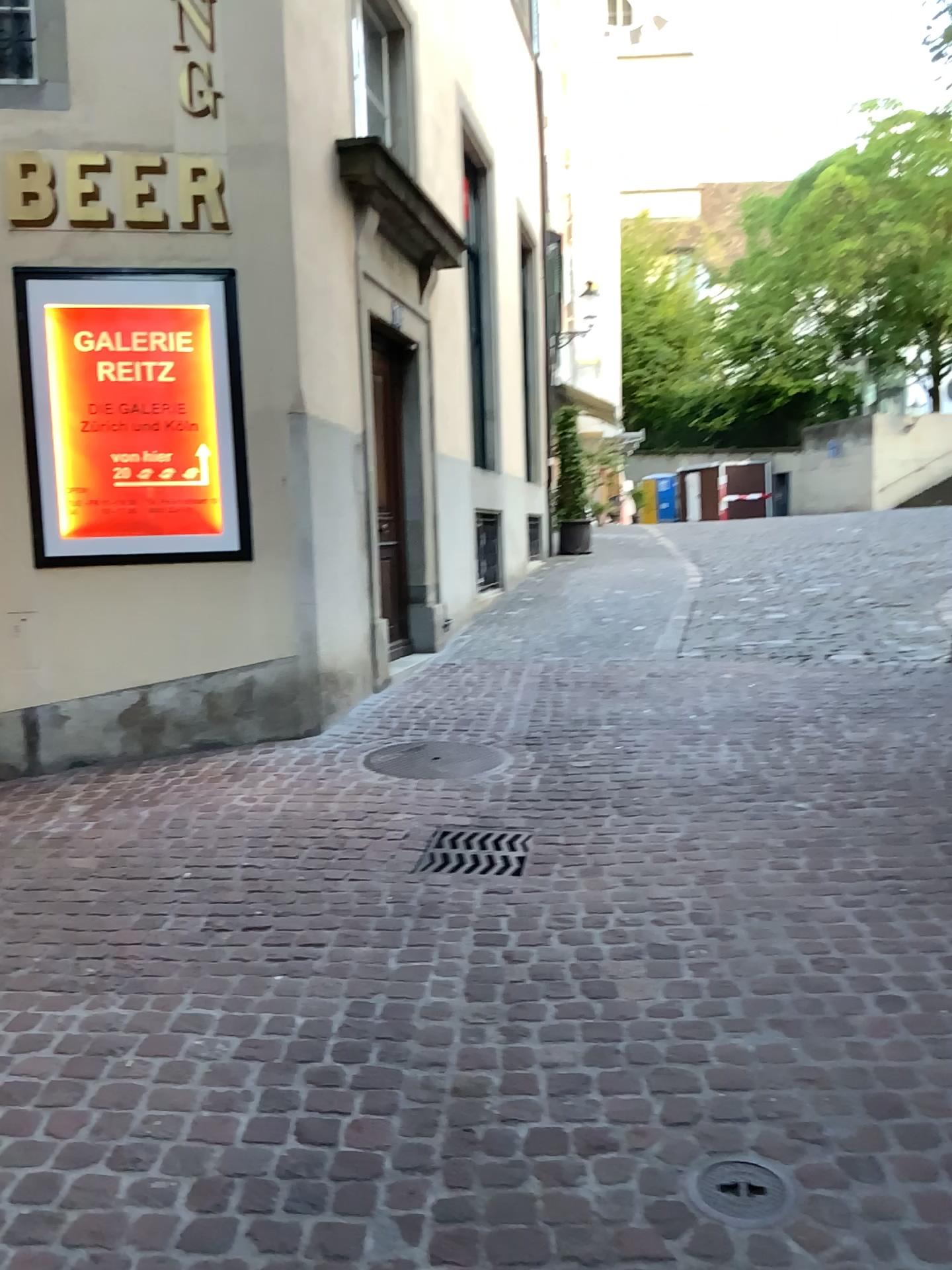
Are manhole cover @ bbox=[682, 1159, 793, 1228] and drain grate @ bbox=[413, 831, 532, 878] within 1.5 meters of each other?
no

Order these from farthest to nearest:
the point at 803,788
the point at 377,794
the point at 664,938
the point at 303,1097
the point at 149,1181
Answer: the point at 377,794 → the point at 803,788 → the point at 664,938 → the point at 303,1097 → the point at 149,1181

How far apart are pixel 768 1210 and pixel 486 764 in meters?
3.2 m

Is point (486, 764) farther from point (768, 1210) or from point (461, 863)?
point (768, 1210)

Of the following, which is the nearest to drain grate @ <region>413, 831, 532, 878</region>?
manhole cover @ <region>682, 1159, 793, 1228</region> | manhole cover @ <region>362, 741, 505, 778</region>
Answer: manhole cover @ <region>362, 741, 505, 778</region>

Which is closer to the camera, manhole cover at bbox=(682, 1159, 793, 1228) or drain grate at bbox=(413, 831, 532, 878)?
manhole cover at bbox=(682, 1159, 793, 1228)

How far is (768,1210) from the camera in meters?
1.9 m

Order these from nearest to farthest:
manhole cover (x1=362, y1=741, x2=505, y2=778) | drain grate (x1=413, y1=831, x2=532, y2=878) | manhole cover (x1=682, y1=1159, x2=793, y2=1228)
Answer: manhole cover (x1=682, y1=1159, x2=793, y2=1228) → drain grate (x1=413, y1=831, x2=532, y2=878) → manhole cover (x1=362, y1=741, x2=505, y2=778)

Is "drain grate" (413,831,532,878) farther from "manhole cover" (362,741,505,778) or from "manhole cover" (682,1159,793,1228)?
"manhole cover" (682,1159,793,1228)

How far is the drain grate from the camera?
3.77m
